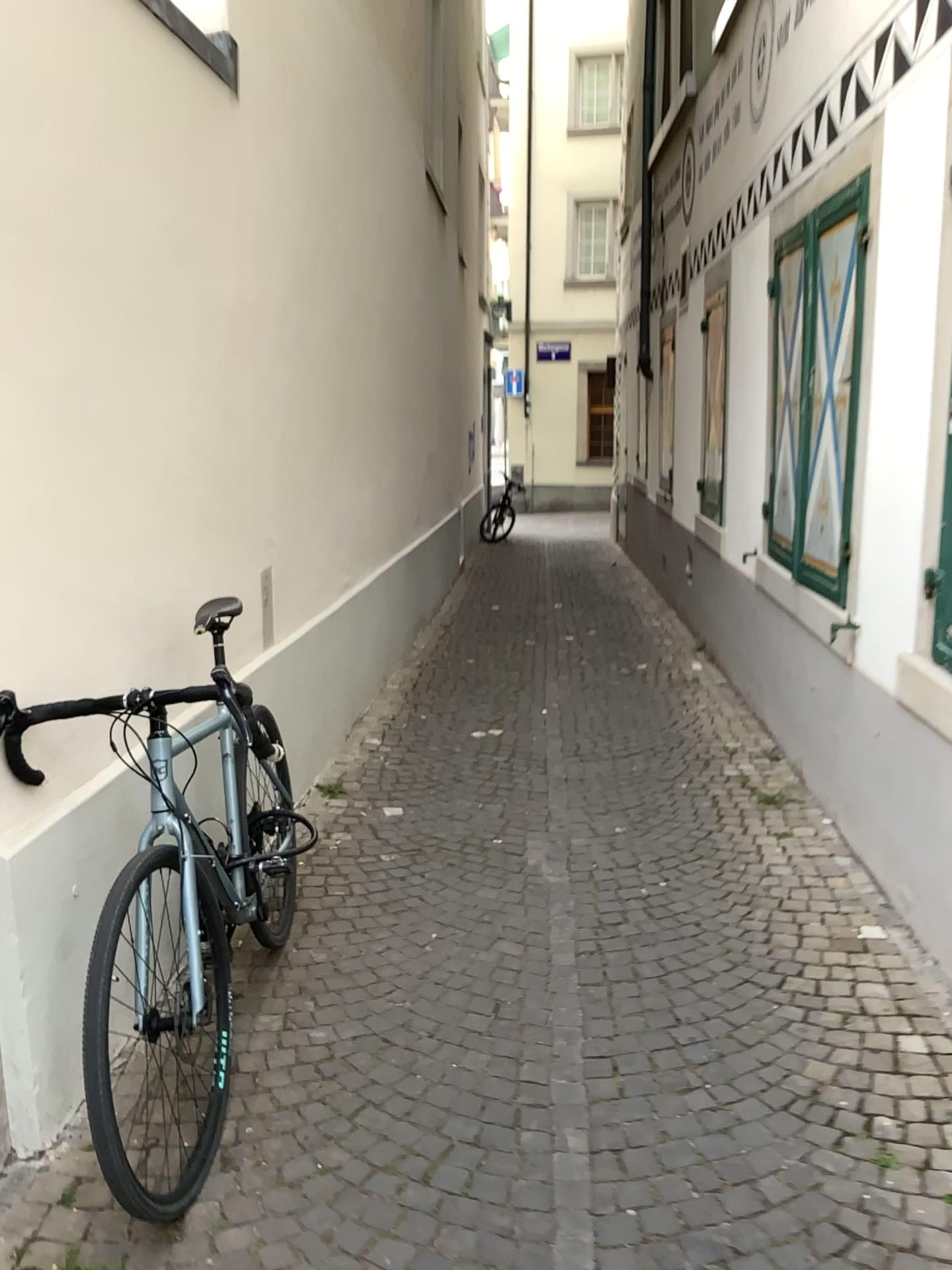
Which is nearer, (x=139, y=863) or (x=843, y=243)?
(x=139, y=863)

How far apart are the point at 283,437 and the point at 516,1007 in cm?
225

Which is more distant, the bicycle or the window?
the window

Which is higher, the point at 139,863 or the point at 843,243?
the point at 843,243
